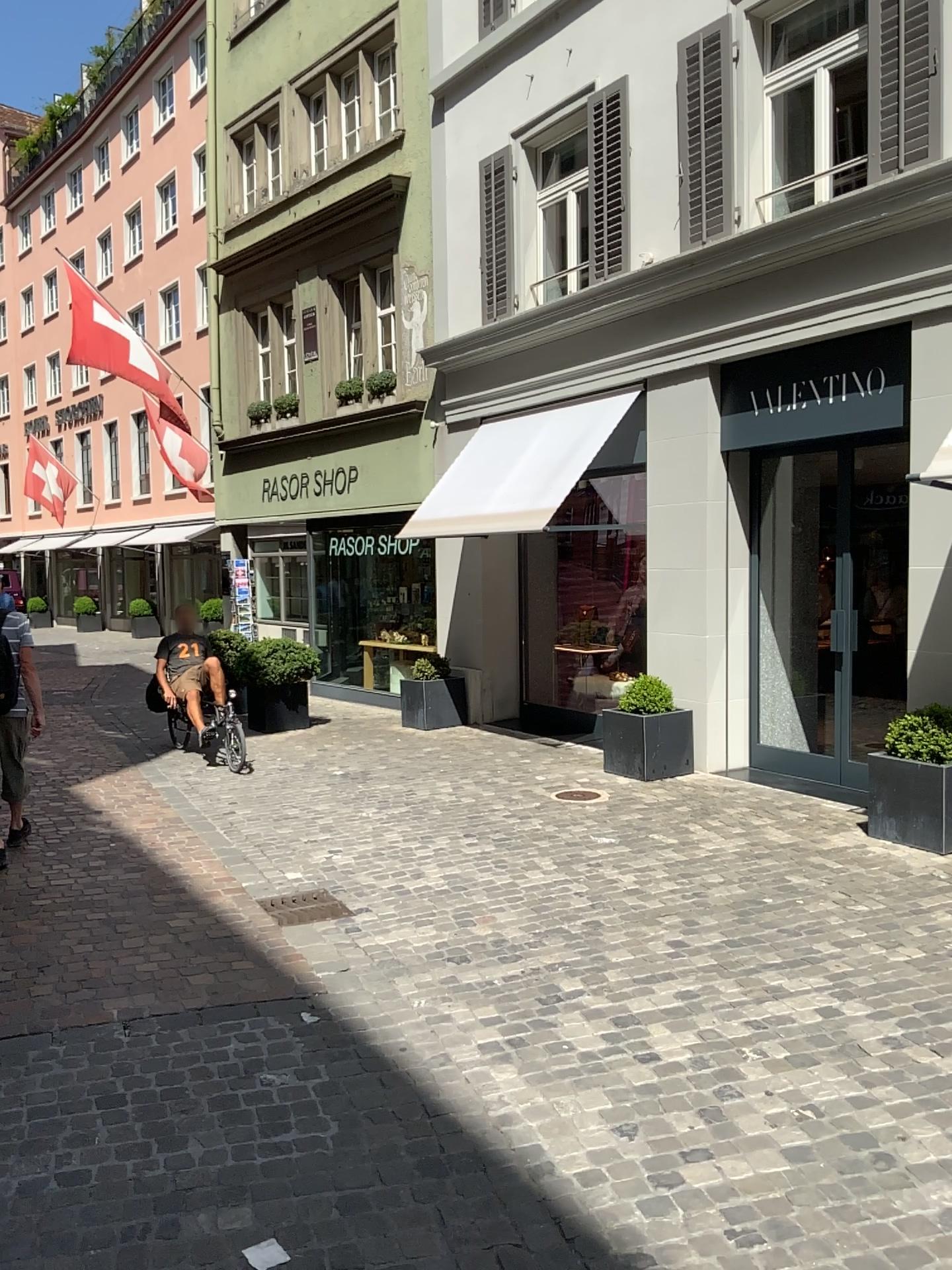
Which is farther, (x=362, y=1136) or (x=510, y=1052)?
(x=510, y=1052)
